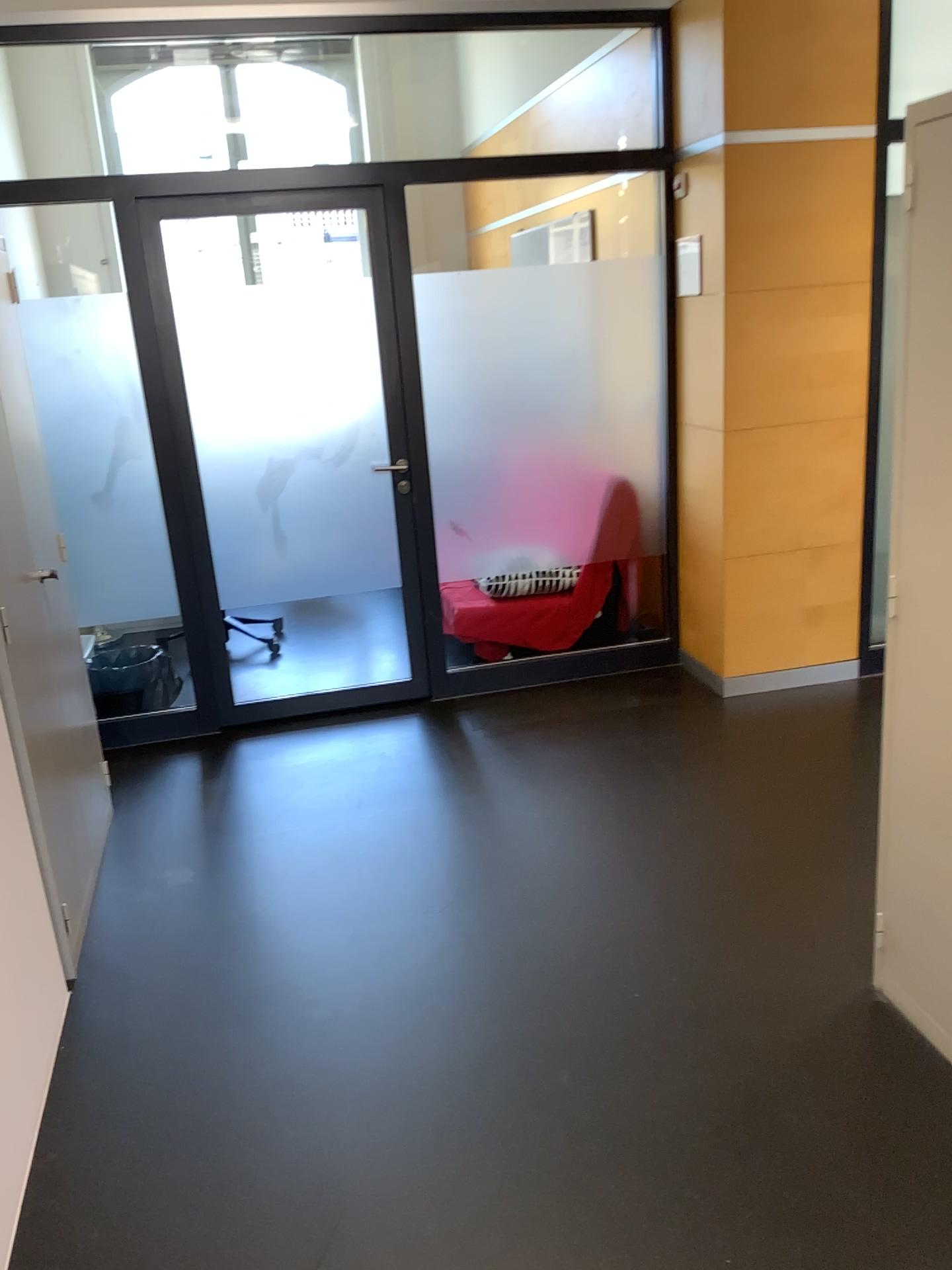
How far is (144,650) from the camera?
4.3m

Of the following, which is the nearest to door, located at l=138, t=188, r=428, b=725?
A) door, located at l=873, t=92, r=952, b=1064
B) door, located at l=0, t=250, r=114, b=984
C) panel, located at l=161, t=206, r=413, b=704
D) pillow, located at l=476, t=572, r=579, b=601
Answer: panel, located at l=161, t=206, r=413, b=704

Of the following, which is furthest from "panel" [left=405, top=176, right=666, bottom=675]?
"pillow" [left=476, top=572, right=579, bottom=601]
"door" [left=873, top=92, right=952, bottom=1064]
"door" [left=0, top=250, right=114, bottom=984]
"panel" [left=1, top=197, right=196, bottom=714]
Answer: "door" [left=873, top=92, right=952, bottom=1064]

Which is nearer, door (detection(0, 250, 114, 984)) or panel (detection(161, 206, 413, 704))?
door (detection(0, 250, 114, 984))

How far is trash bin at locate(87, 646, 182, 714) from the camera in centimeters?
428cm

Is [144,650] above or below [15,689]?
below

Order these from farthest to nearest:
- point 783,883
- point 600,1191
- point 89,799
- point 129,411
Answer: point 129,411 < point 89,799 < point 783,883 < point 600,1191

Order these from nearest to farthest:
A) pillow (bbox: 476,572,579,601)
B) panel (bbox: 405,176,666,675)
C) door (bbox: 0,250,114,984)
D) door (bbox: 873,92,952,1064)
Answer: door (bbox: 873,92,952,1064)
door (bbox: 0,250,114,984)
panel (bbox: 405,176,666,675)
pillow (bbox: 476,572,579,601)

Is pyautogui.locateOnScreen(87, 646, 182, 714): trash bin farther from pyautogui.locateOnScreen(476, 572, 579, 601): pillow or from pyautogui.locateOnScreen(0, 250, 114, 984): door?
pyautogui.locateOnScreen(476, 572, 579, 601): pillow

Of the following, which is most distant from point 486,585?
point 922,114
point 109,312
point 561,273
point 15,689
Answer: point 922,114
